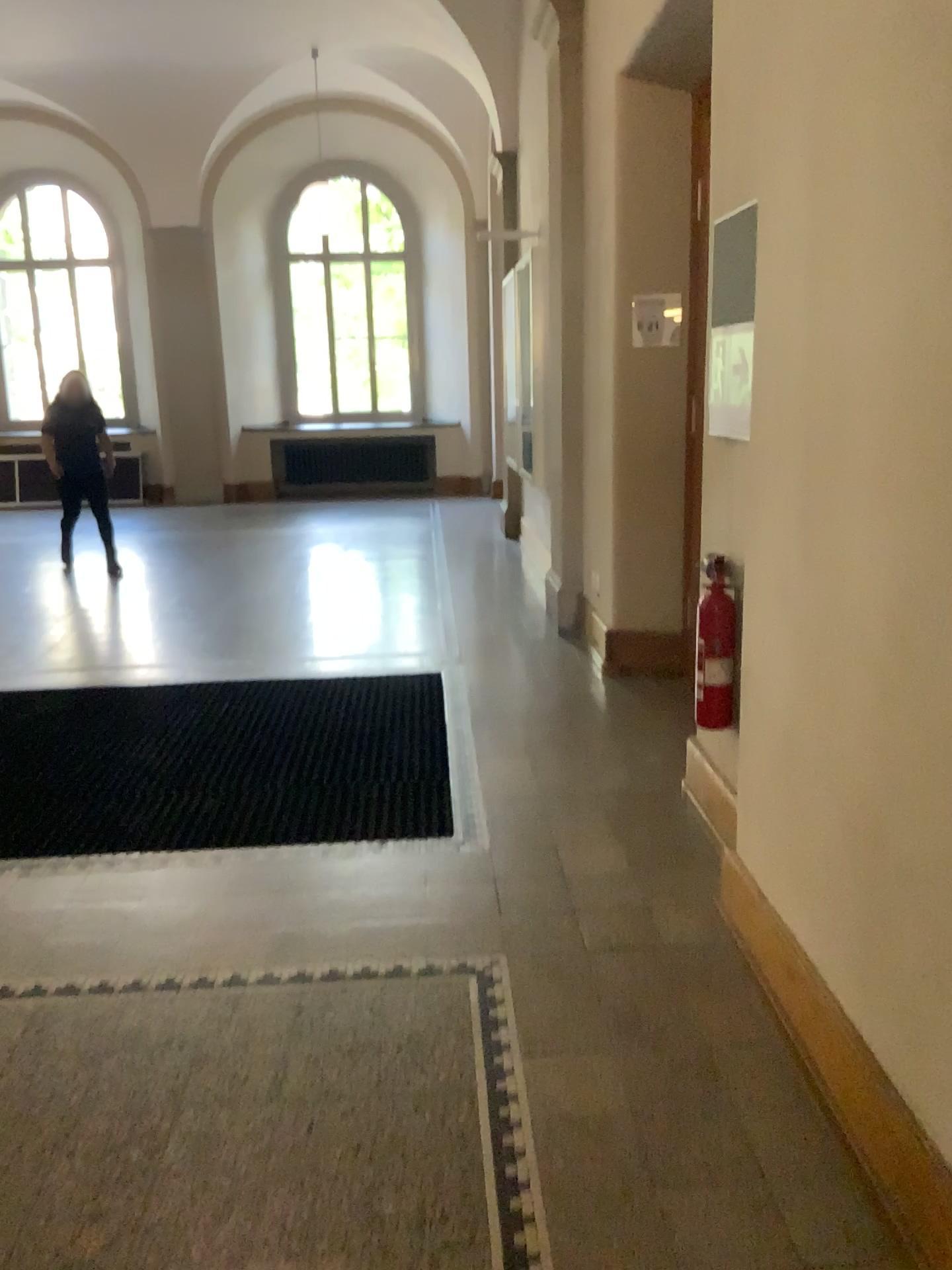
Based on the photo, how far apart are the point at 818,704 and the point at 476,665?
3.00m

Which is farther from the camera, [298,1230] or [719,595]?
[719,595]

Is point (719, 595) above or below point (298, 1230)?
above

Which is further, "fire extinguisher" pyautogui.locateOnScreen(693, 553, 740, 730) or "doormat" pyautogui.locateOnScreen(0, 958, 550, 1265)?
"fire extinguisher" pyautogui.locateOnScreen(693, 553, 740, 730)

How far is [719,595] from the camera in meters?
3.0

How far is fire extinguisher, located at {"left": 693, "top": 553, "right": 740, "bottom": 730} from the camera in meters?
3.0 m

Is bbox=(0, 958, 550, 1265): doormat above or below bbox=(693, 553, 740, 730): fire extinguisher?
below
